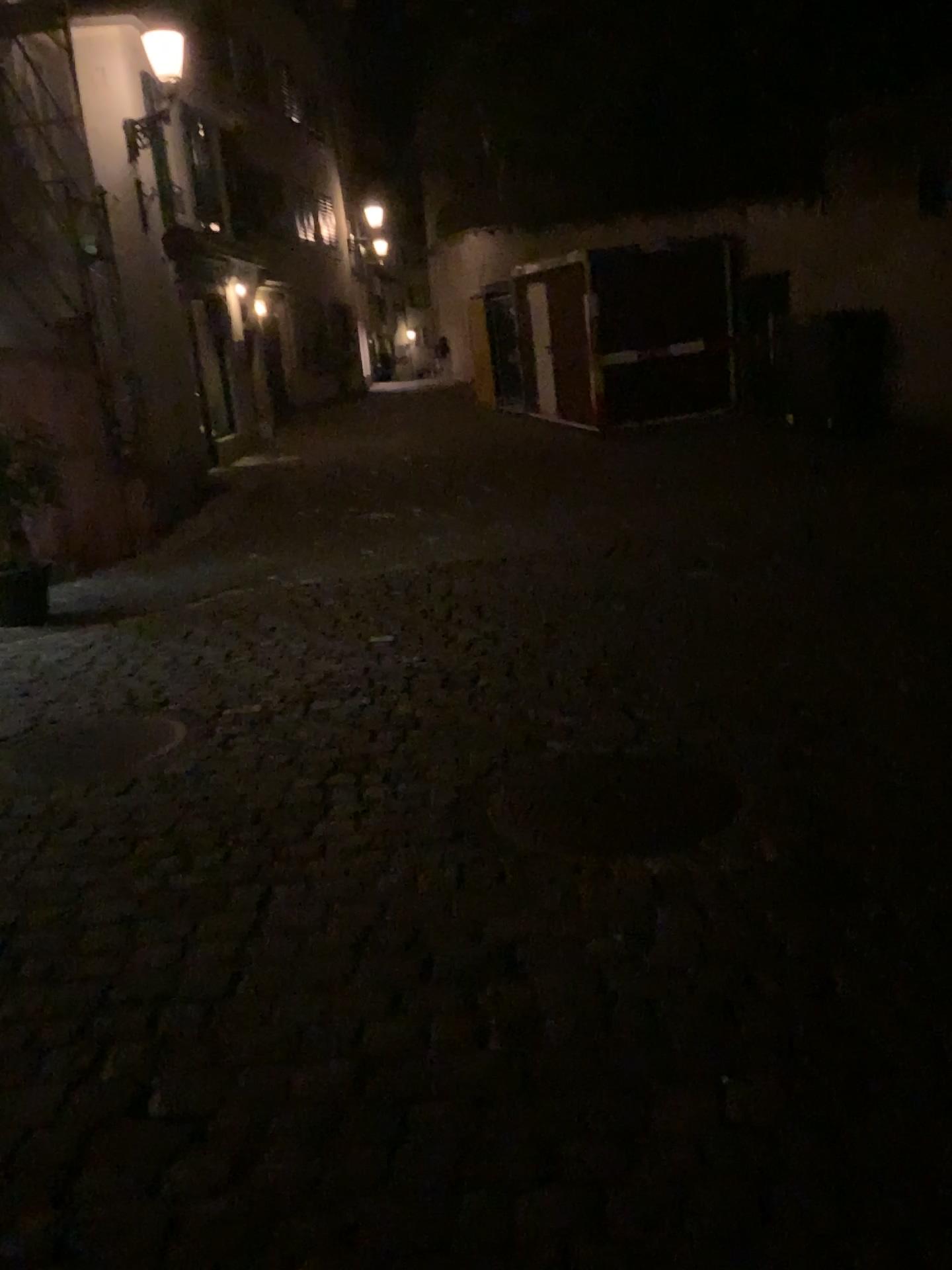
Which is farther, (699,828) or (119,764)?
(119,764)

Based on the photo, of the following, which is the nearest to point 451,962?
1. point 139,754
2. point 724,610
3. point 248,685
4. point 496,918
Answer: point 496,918

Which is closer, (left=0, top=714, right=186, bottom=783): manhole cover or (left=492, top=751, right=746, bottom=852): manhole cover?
(left=492, top=751, right=746, bottom=852): manhole cover
